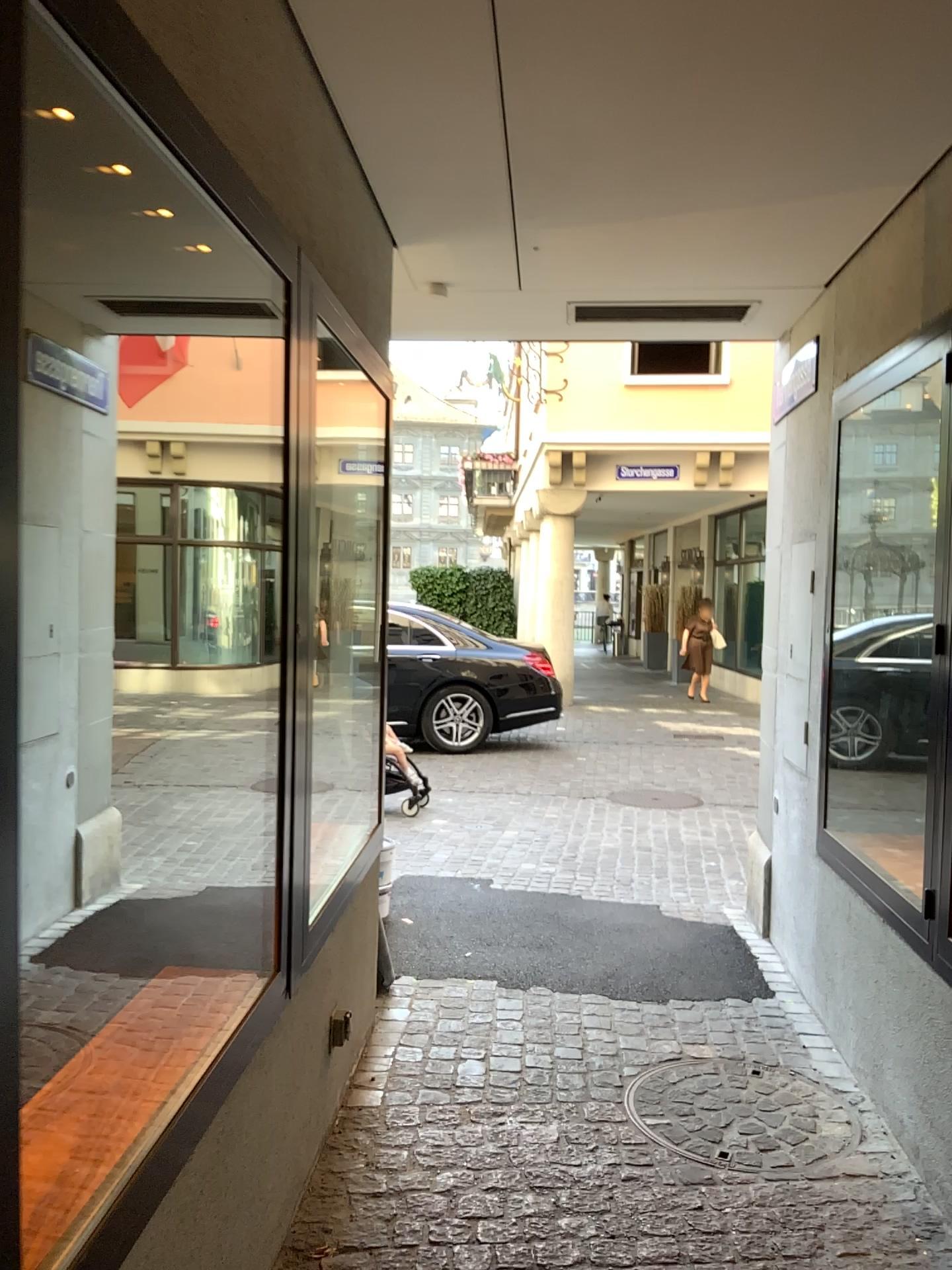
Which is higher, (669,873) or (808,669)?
(808,669)
